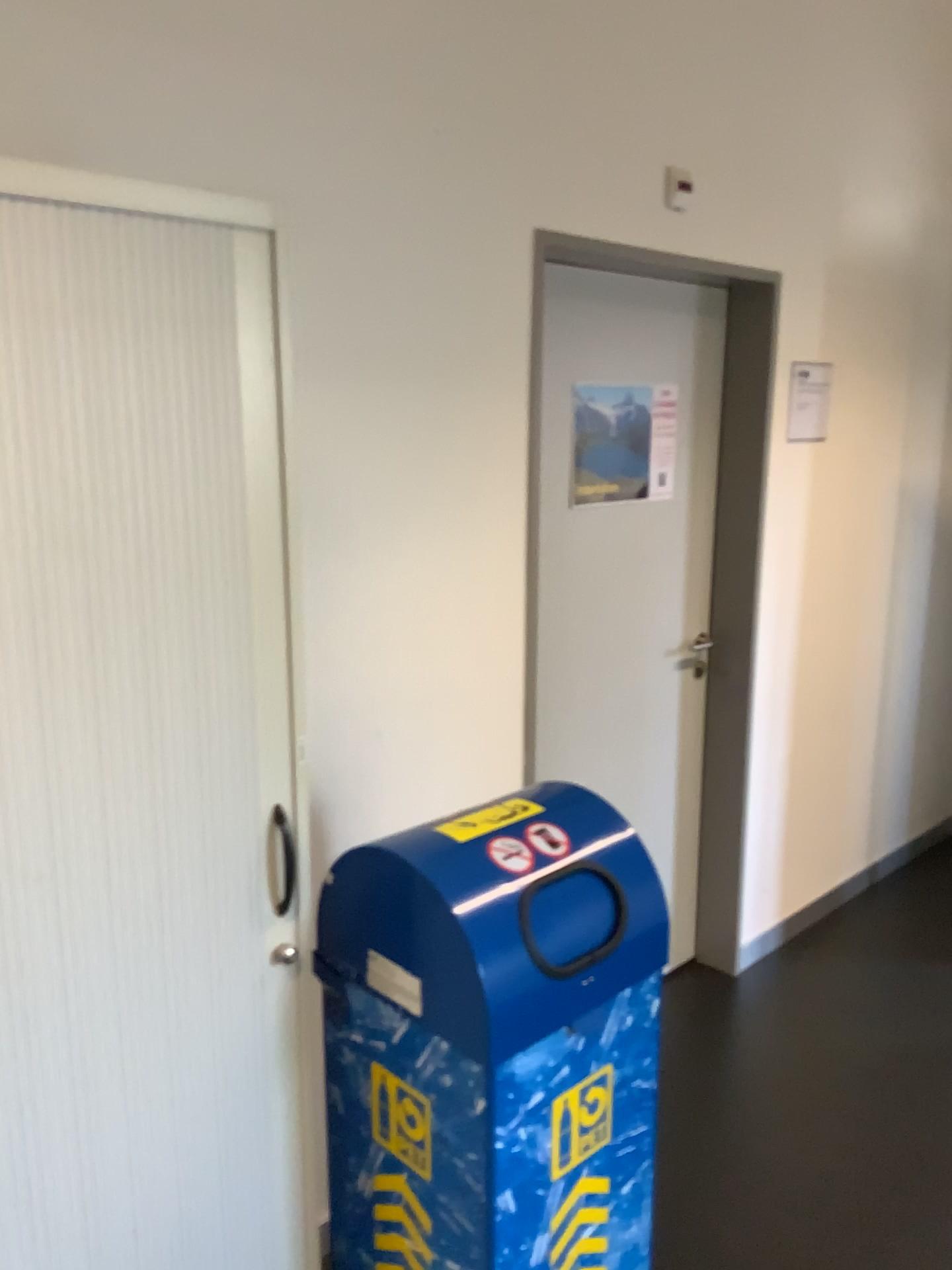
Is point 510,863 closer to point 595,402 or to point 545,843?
point 545,843

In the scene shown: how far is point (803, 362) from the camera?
2.9 meters

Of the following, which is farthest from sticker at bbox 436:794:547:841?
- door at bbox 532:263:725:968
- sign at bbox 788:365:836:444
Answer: sign at bbox 788:365:836:444

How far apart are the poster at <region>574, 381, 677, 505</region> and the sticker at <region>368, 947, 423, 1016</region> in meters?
1.4

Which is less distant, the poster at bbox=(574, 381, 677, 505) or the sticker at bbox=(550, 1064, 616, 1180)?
the sticker at bbox=(550, 1064, 616, 1180)

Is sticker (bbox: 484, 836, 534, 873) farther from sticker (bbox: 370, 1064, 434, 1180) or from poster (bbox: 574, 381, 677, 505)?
poster (bbox: 574, 381, 677, 505)

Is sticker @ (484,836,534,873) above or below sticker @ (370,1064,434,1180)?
above

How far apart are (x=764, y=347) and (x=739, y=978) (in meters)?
1.84

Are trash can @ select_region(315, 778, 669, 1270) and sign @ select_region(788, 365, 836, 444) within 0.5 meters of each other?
no

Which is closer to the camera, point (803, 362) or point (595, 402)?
point (595, 402)
